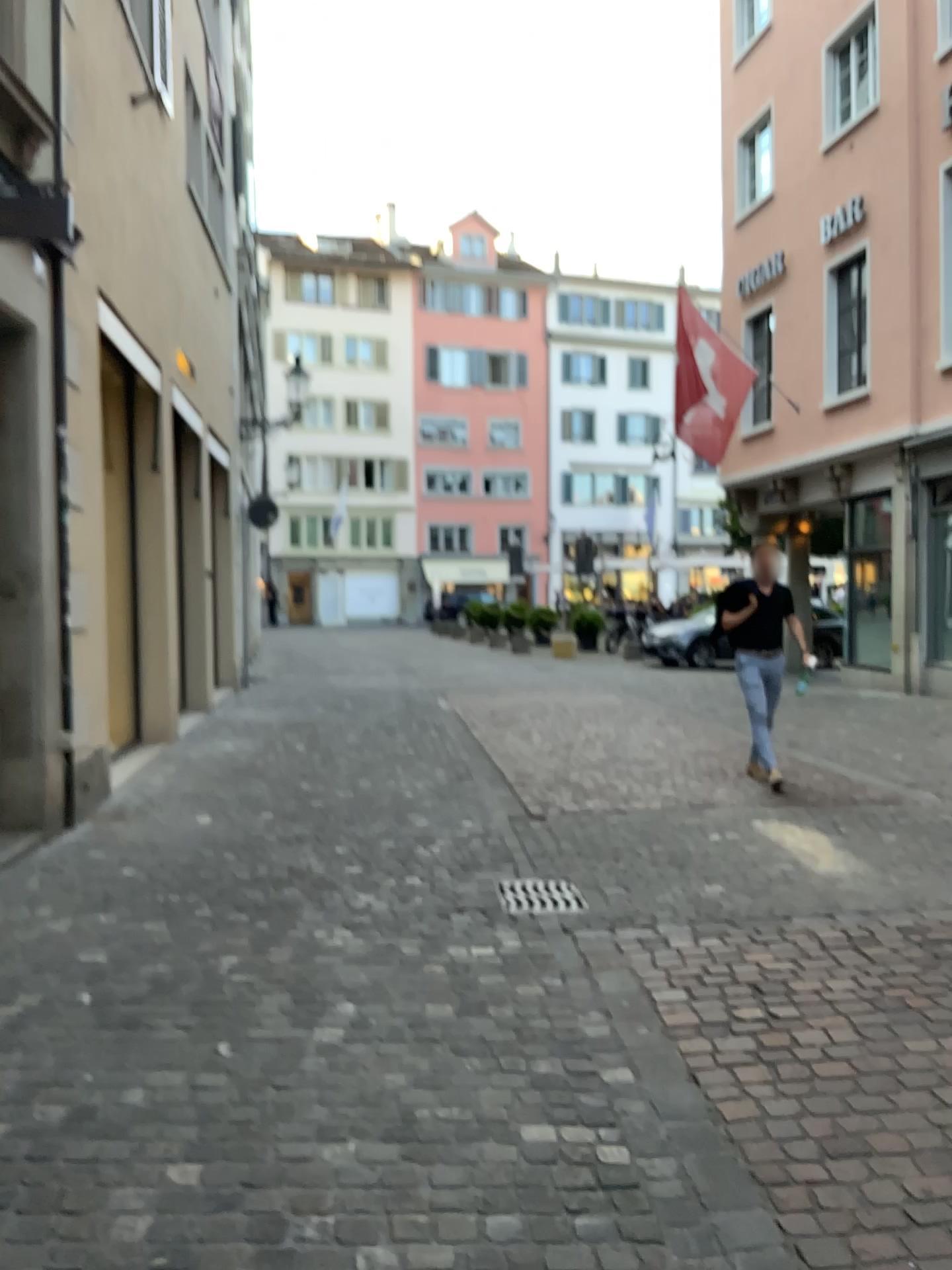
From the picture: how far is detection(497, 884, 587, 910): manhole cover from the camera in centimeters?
438cm

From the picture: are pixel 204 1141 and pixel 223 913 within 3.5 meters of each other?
yes

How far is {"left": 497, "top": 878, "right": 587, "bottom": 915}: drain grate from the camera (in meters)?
4.38

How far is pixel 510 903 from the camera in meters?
4.4 m

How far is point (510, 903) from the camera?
4.38m
